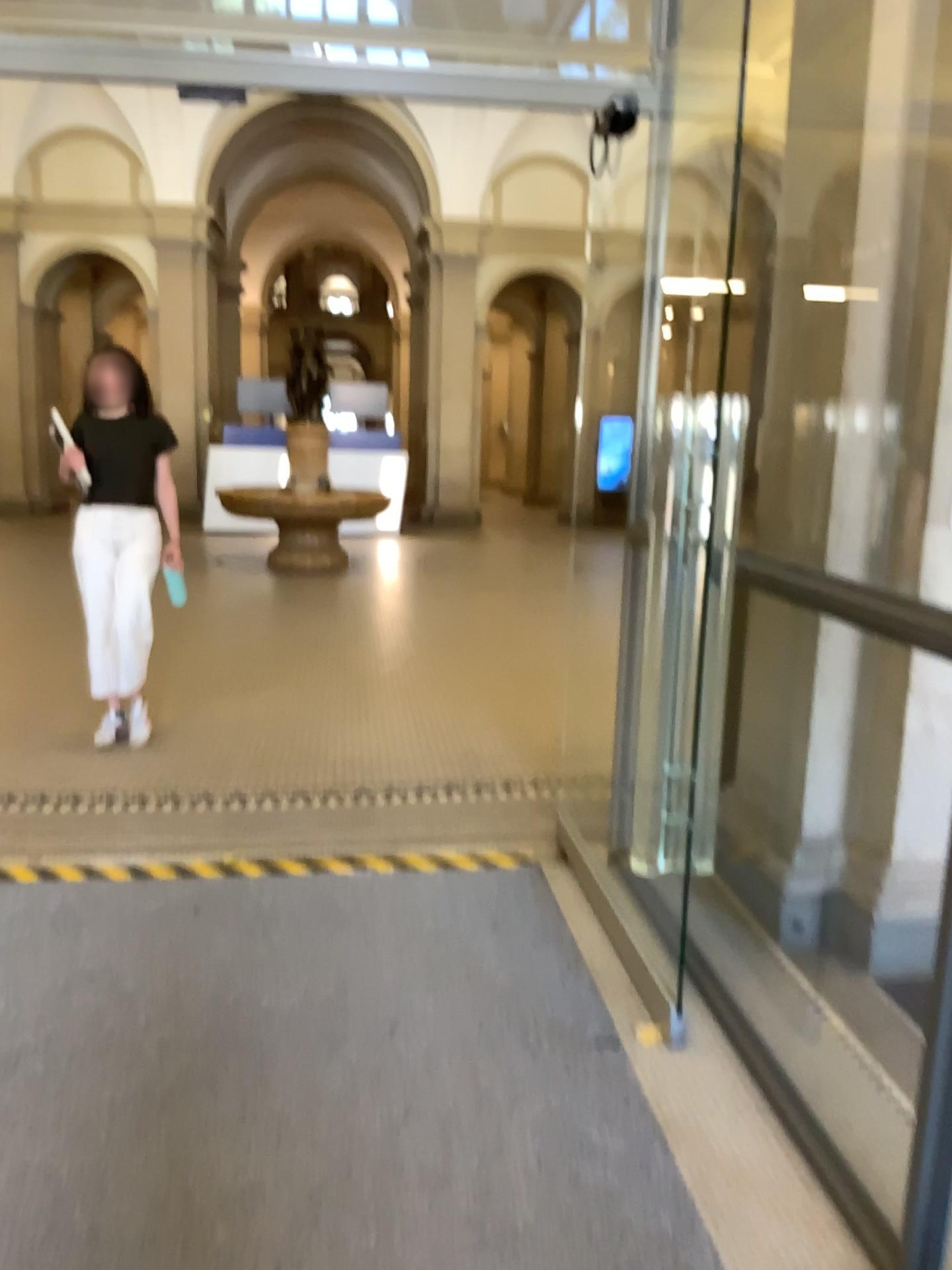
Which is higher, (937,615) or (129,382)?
(129,382)

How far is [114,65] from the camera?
3.1m

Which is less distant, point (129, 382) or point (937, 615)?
point (937, 615)

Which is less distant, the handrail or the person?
the handrail
